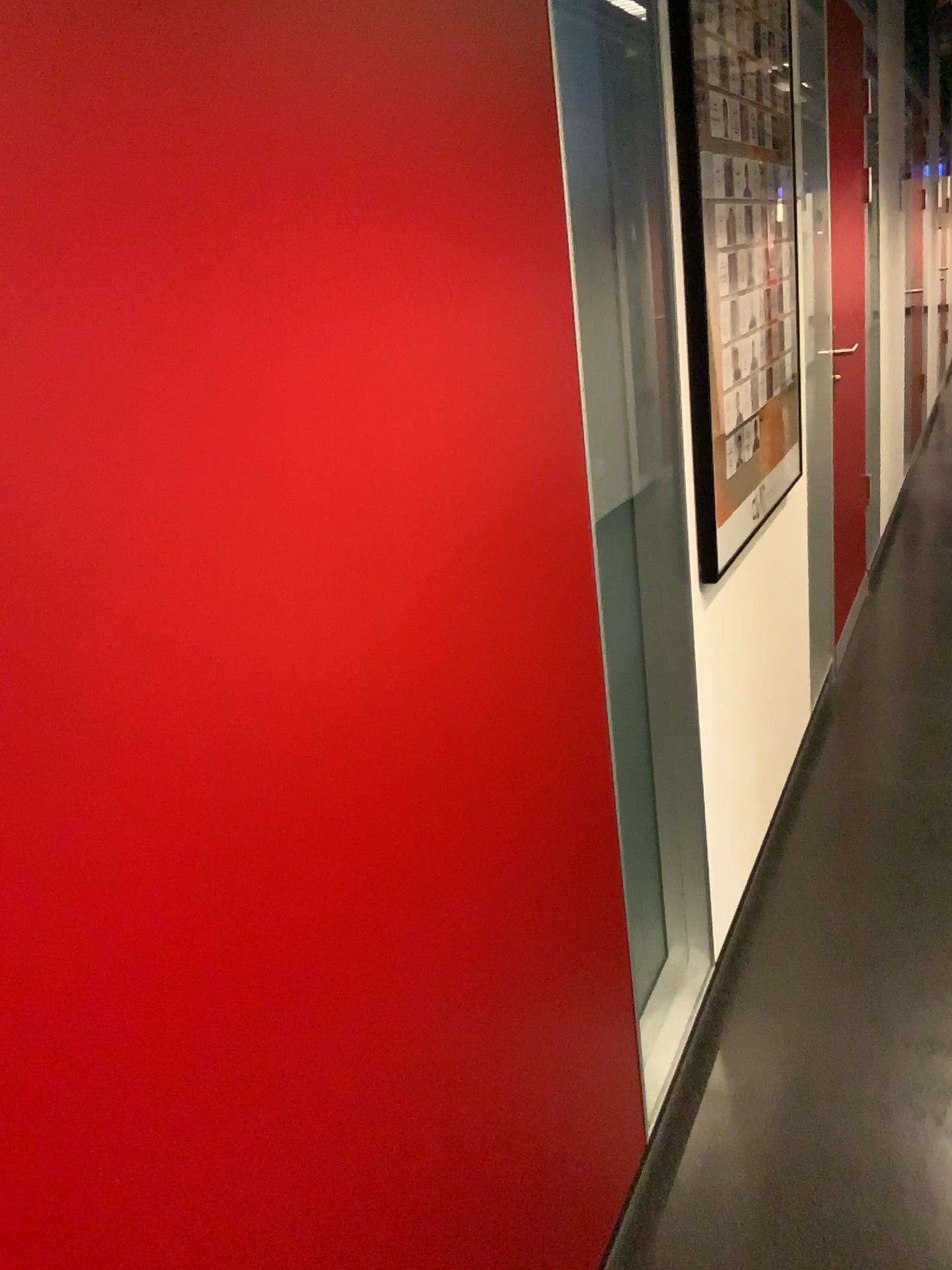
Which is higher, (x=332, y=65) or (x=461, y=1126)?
(x=332, y=65)
